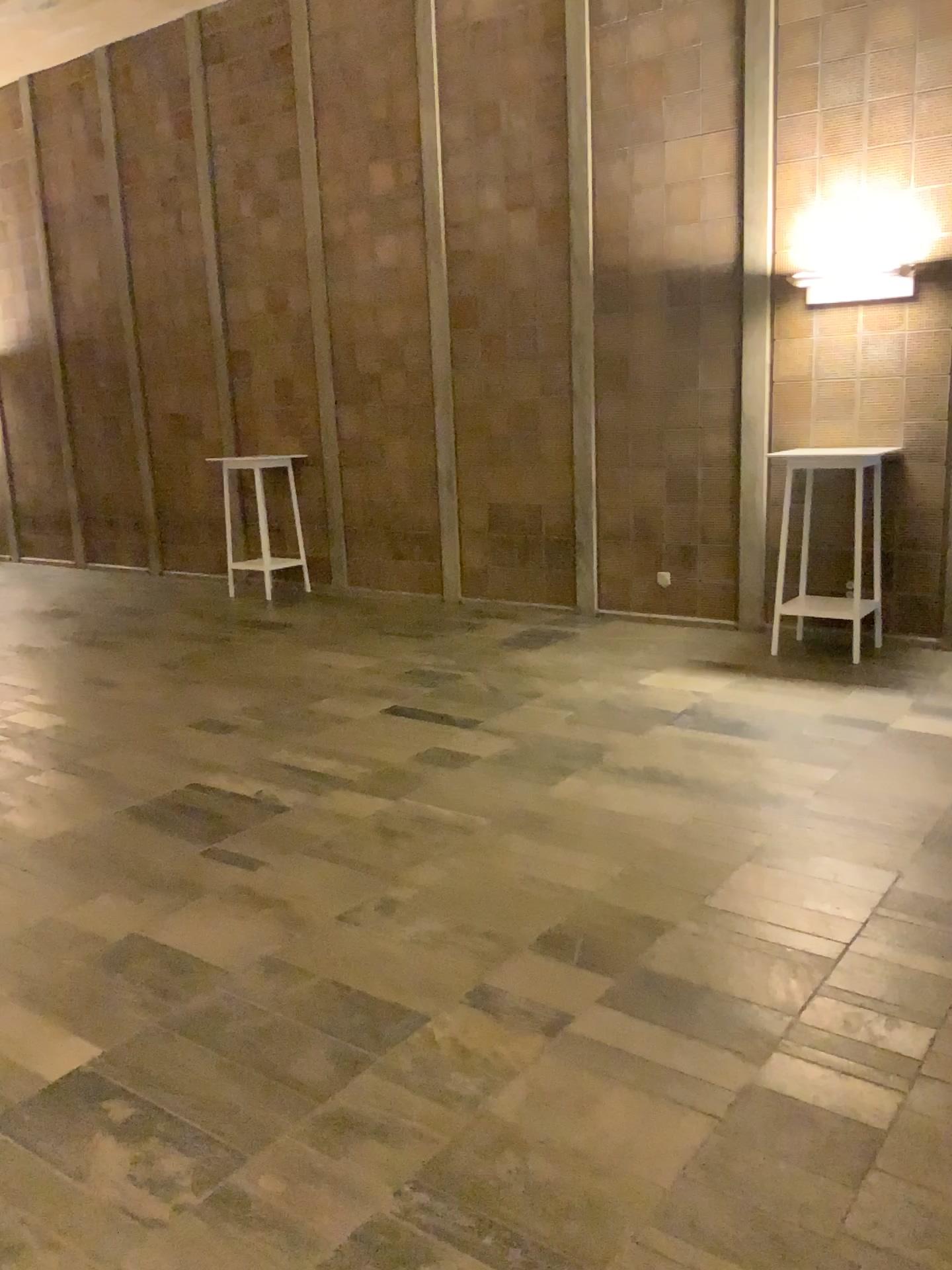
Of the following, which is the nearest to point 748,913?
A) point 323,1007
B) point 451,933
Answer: point 451,933
